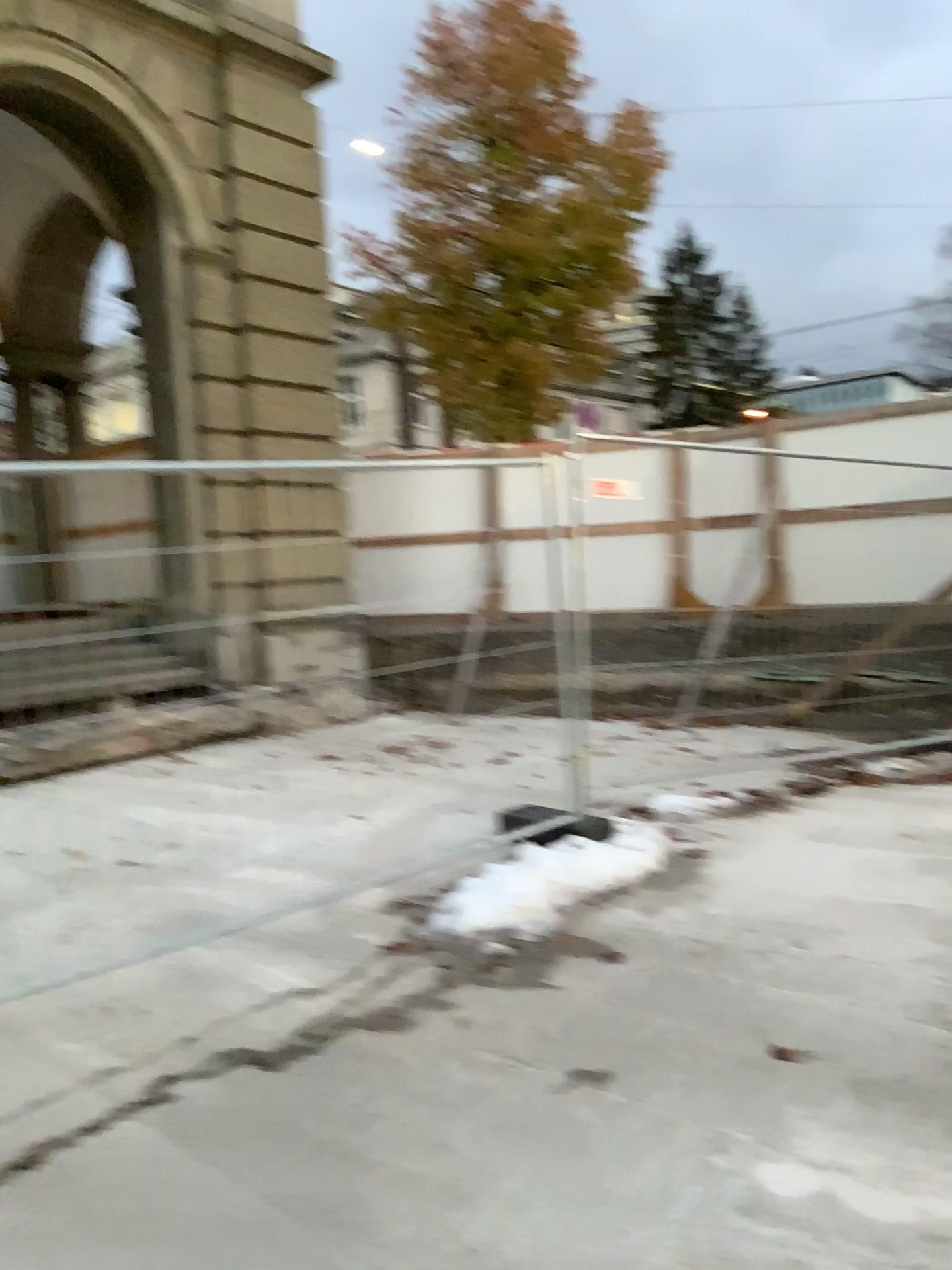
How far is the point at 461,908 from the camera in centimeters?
432cm
